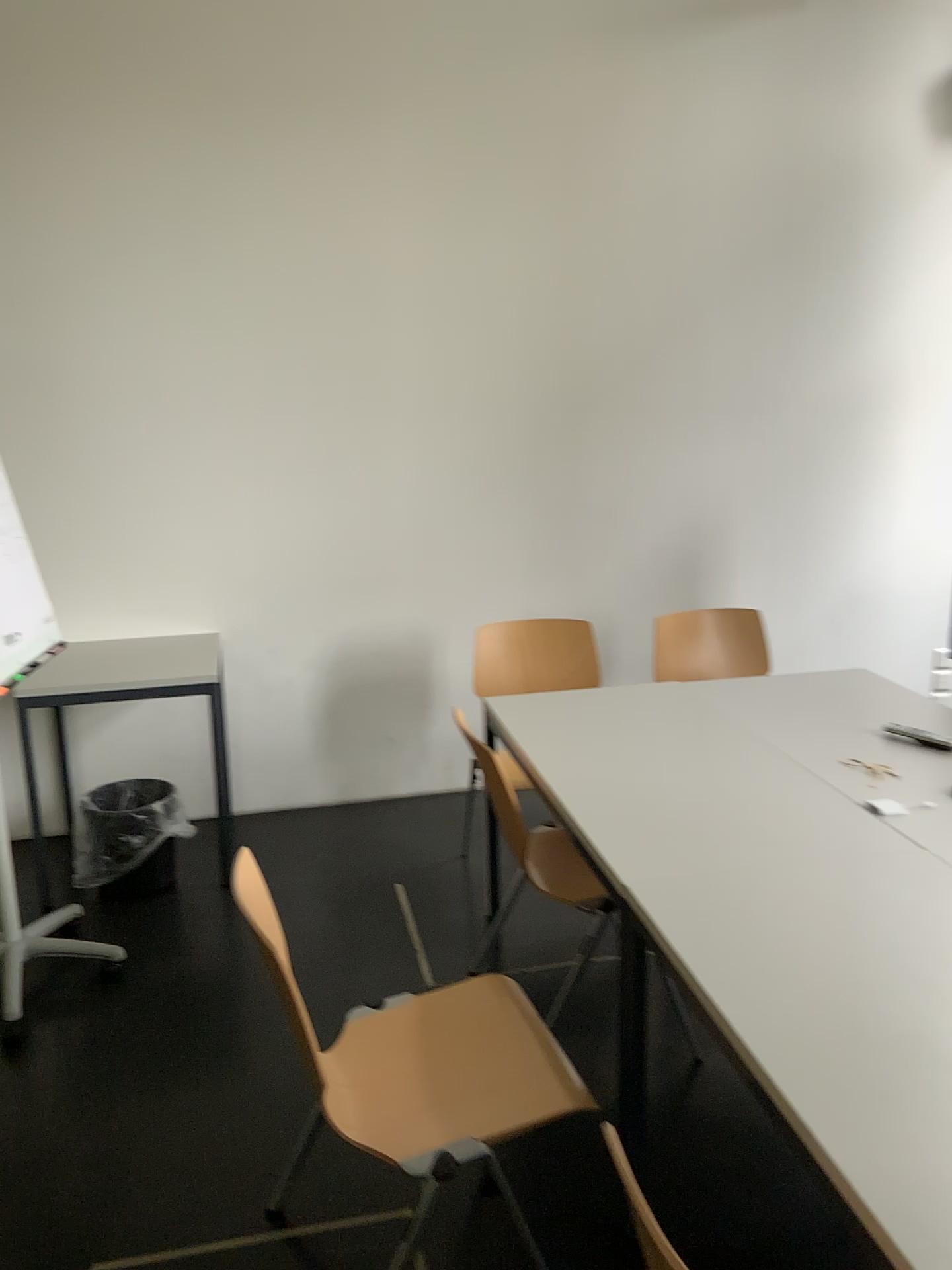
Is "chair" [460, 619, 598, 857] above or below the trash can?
above

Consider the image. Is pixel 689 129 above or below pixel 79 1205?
above

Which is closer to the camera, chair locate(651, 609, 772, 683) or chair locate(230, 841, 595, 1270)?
chair locate(230, 841, 595, 1270)

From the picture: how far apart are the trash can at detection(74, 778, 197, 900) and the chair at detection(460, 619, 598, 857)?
1.18m

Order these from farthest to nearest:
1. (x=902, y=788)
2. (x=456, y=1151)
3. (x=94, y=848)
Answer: (x=94, y=848) → (x=902, y=788) → (x=456, y=1151)

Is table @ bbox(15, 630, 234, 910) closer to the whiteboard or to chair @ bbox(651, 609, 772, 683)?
the whiteboard

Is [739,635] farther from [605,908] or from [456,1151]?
[456,1151]

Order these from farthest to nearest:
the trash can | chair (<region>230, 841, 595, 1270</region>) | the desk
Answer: the trash can → the desk → chair (<region>230, 841, 595, 1270</region>)

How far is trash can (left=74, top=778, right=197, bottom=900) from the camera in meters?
3.4

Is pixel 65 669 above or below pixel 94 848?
above
